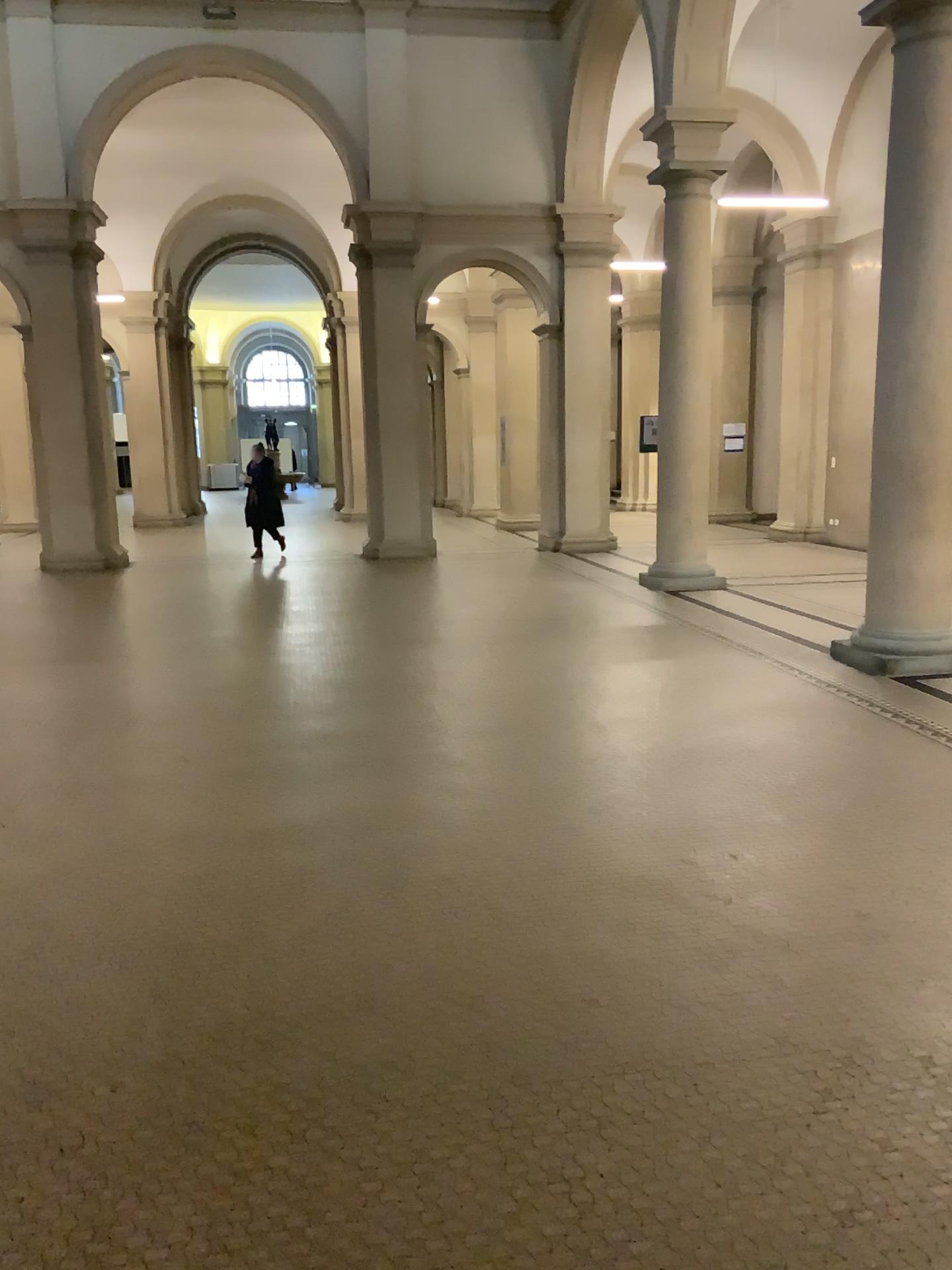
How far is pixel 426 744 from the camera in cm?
533
